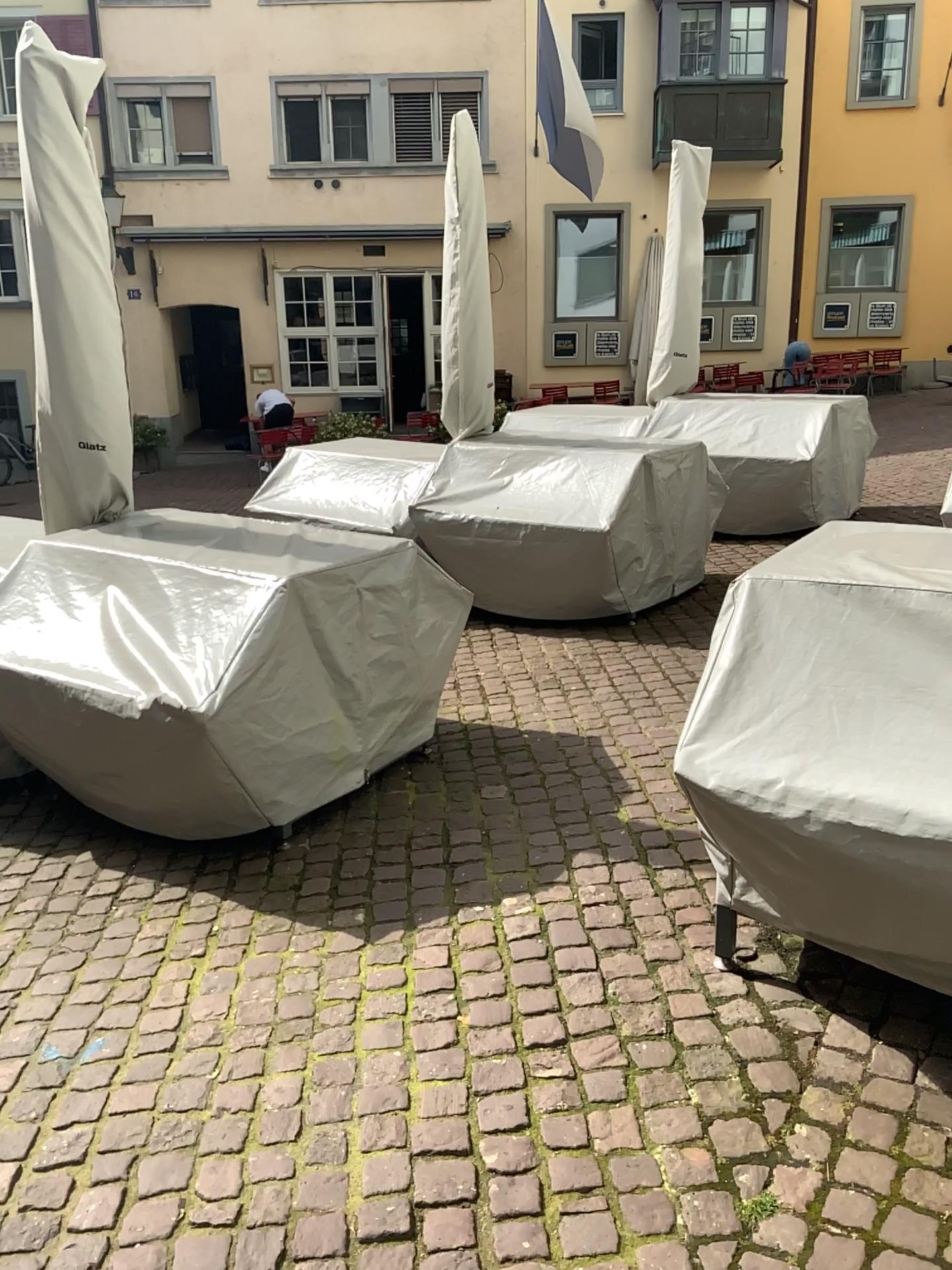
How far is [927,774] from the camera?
1.94m

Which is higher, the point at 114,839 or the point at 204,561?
the point at 204,561

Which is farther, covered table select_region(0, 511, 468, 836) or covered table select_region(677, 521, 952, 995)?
covered table select_region(0, 511, 468, 836)

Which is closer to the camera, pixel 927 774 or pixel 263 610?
pixel 927 774

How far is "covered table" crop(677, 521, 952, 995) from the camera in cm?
194
